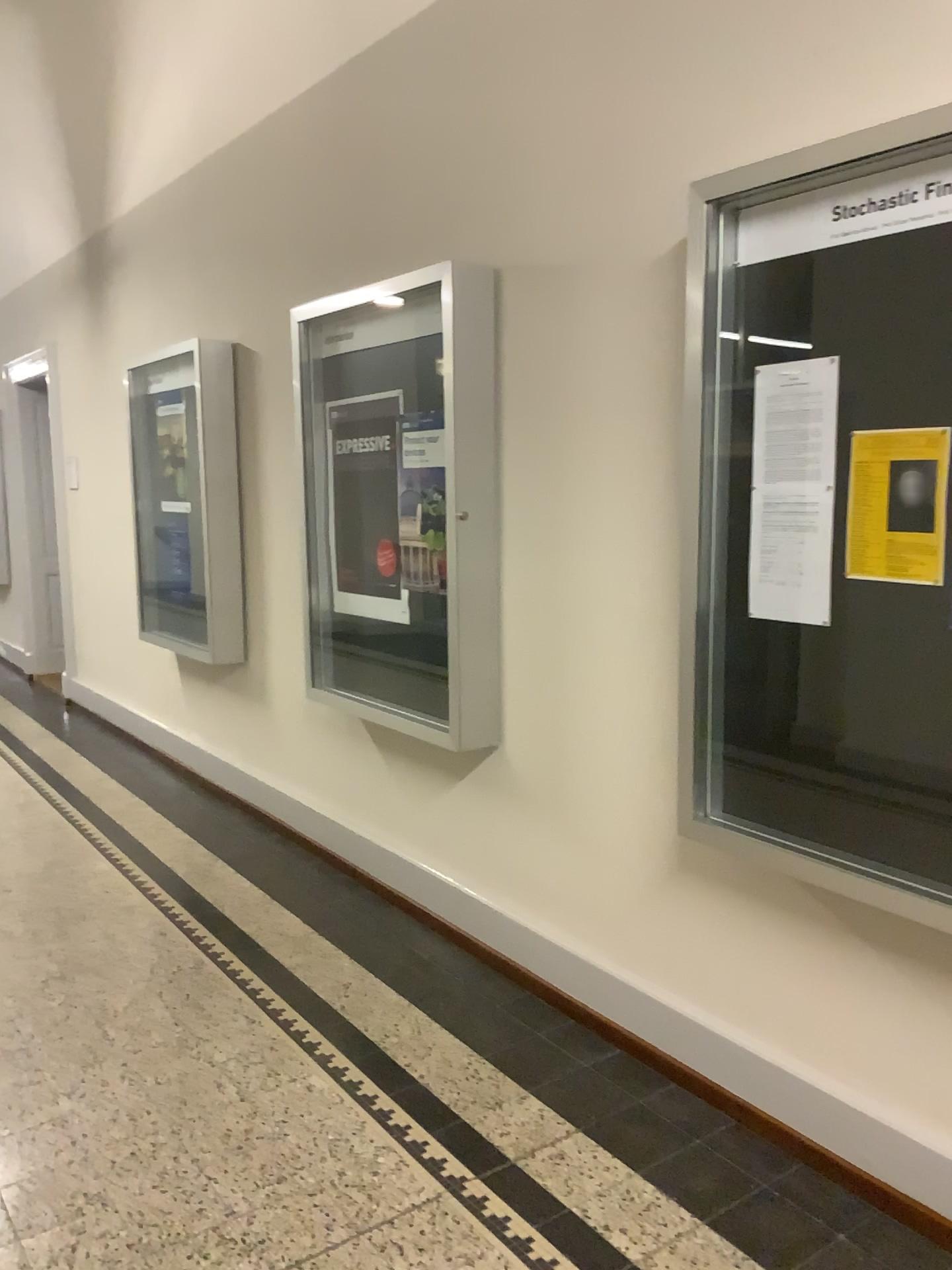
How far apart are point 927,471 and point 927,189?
0.52m

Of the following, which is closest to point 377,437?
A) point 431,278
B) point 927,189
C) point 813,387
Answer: point 431,278

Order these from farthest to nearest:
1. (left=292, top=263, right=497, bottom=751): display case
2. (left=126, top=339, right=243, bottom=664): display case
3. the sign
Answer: (left=126, top=339, right=243, bottom=664): display case, (left=292, top=263, right=497, bottom=751): display case, the sign

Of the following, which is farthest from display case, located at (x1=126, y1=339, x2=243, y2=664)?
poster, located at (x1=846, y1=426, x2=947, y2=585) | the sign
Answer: poster, located at (x1=846, y1=426, x2=947, y2=585)

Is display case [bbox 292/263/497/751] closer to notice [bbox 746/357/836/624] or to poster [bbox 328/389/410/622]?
poster [bbox 328/389/410/622]

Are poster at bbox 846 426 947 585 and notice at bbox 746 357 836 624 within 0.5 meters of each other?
yes

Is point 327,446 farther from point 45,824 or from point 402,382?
point 45,824

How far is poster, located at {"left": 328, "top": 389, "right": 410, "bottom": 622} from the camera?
3.7 meters

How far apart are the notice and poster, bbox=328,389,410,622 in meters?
1.5 m

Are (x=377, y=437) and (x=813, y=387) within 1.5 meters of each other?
no
